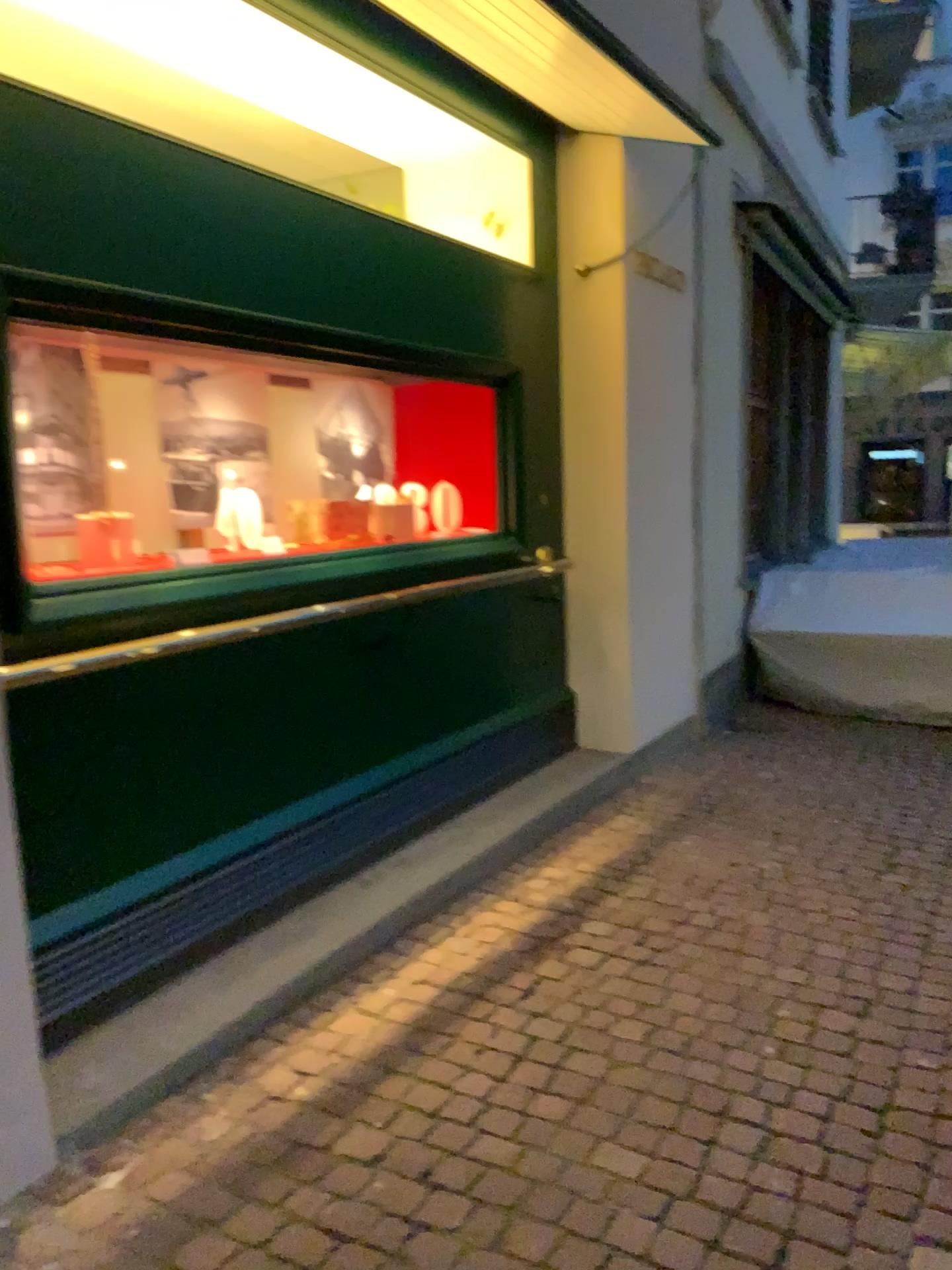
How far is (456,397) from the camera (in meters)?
4.62

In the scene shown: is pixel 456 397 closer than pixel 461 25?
No

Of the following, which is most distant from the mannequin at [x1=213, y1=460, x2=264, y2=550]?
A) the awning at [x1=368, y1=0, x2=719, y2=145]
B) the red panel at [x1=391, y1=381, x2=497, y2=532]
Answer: the awning at [x1=368, y1=0, x2=719, y2=145]

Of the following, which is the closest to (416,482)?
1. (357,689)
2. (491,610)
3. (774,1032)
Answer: (491,610)

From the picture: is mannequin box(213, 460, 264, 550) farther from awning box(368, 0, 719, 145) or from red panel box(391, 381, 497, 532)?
awning box(368, 0, 719, 145)

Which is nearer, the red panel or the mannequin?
the mannequin

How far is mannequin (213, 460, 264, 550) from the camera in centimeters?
371cm

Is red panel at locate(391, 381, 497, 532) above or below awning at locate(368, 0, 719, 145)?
below

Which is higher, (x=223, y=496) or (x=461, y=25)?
(x=461, y=25)

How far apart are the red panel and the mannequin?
1.0m
